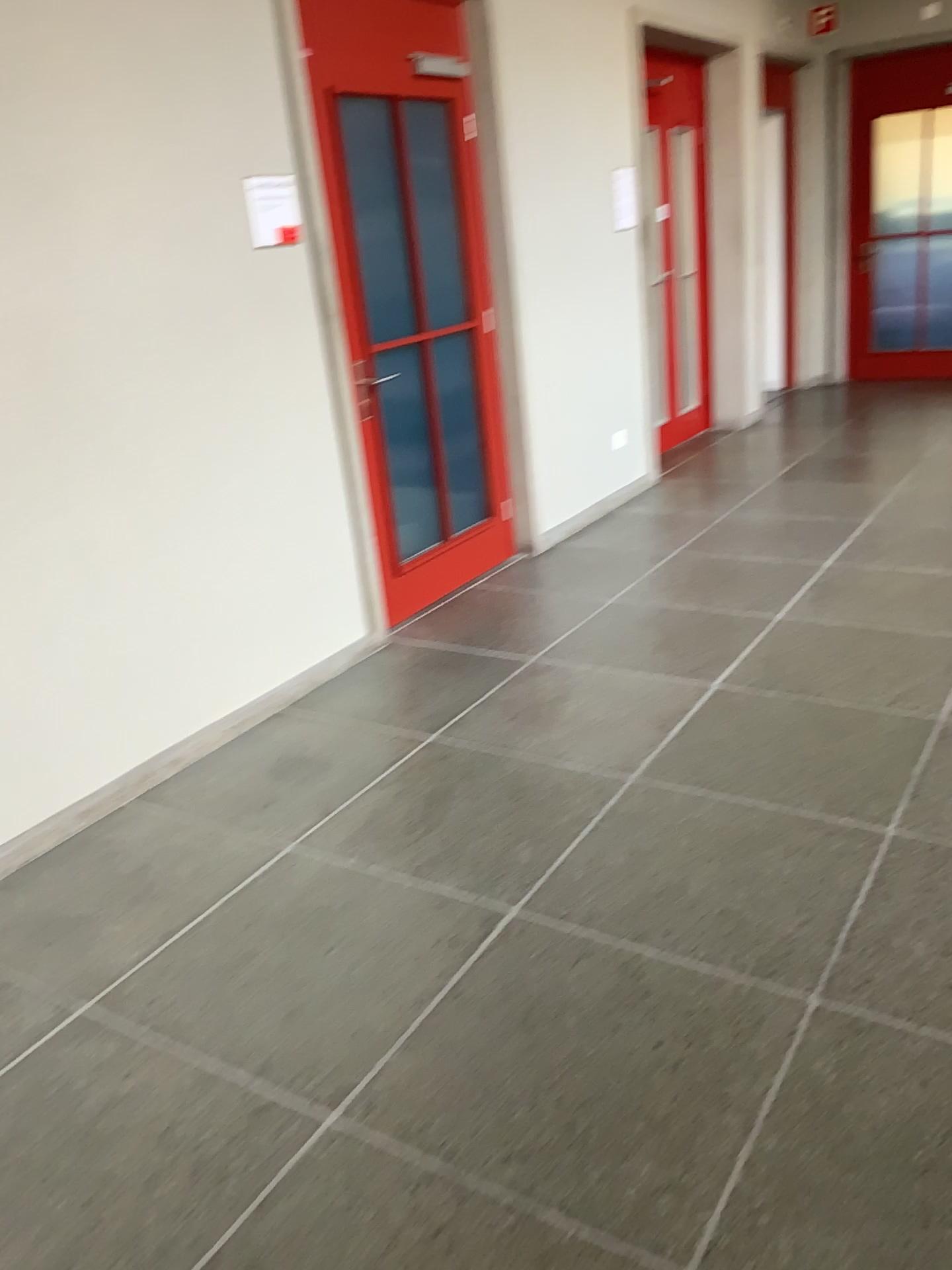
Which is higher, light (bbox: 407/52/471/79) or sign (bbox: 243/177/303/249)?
light (bbox: 407/52/471/79)

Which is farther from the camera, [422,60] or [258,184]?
[422,60]

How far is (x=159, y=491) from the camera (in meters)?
3.20

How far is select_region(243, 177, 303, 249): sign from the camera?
3.4m

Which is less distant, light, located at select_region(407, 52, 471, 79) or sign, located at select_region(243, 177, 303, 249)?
sign, located at select_region(243, 177, 303, 249)

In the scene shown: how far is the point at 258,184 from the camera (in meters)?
3.41

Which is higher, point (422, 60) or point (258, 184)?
point (422, 60)
